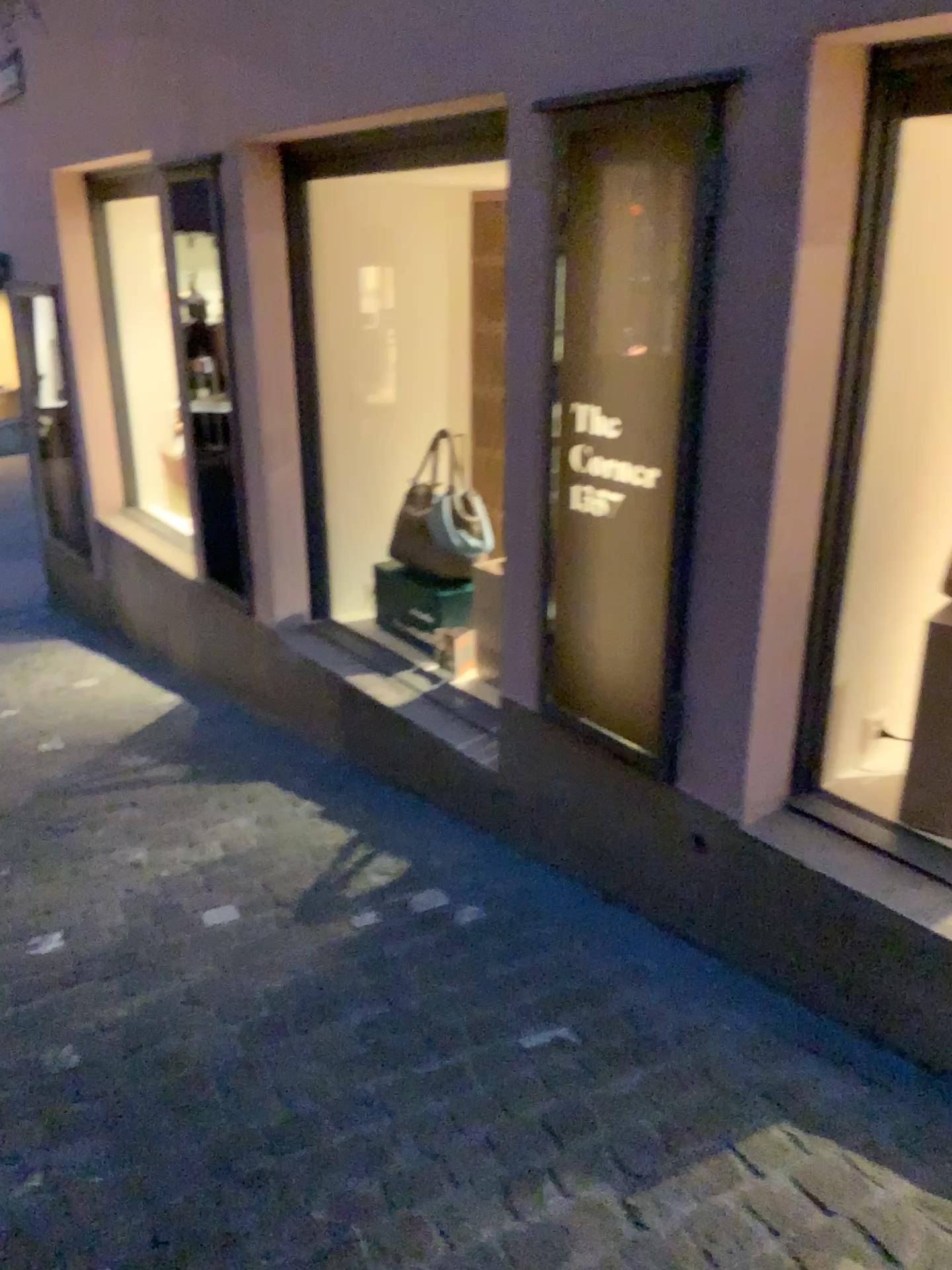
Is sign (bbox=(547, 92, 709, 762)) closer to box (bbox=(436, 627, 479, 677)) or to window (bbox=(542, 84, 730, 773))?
window (bbox=(542, 84, 730, 773))

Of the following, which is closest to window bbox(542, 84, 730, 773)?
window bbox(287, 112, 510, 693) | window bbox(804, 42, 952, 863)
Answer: window bbox(804, 42, 952, 863)

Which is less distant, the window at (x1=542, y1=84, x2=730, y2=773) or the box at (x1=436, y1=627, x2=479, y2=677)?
the window at (x1=542, y1=84, x2=730, y2=773)

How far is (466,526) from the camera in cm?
373

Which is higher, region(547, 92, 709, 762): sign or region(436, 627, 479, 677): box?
region(547, 92, 709, 762): sign

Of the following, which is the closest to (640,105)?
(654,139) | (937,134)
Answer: (654,139)

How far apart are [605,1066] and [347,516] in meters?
2.7 m

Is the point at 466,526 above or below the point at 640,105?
below

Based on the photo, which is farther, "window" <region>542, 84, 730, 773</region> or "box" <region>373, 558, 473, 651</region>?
"box" <region>373, 558, 473, 651</region>

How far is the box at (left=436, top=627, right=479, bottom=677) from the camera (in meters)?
3.65
